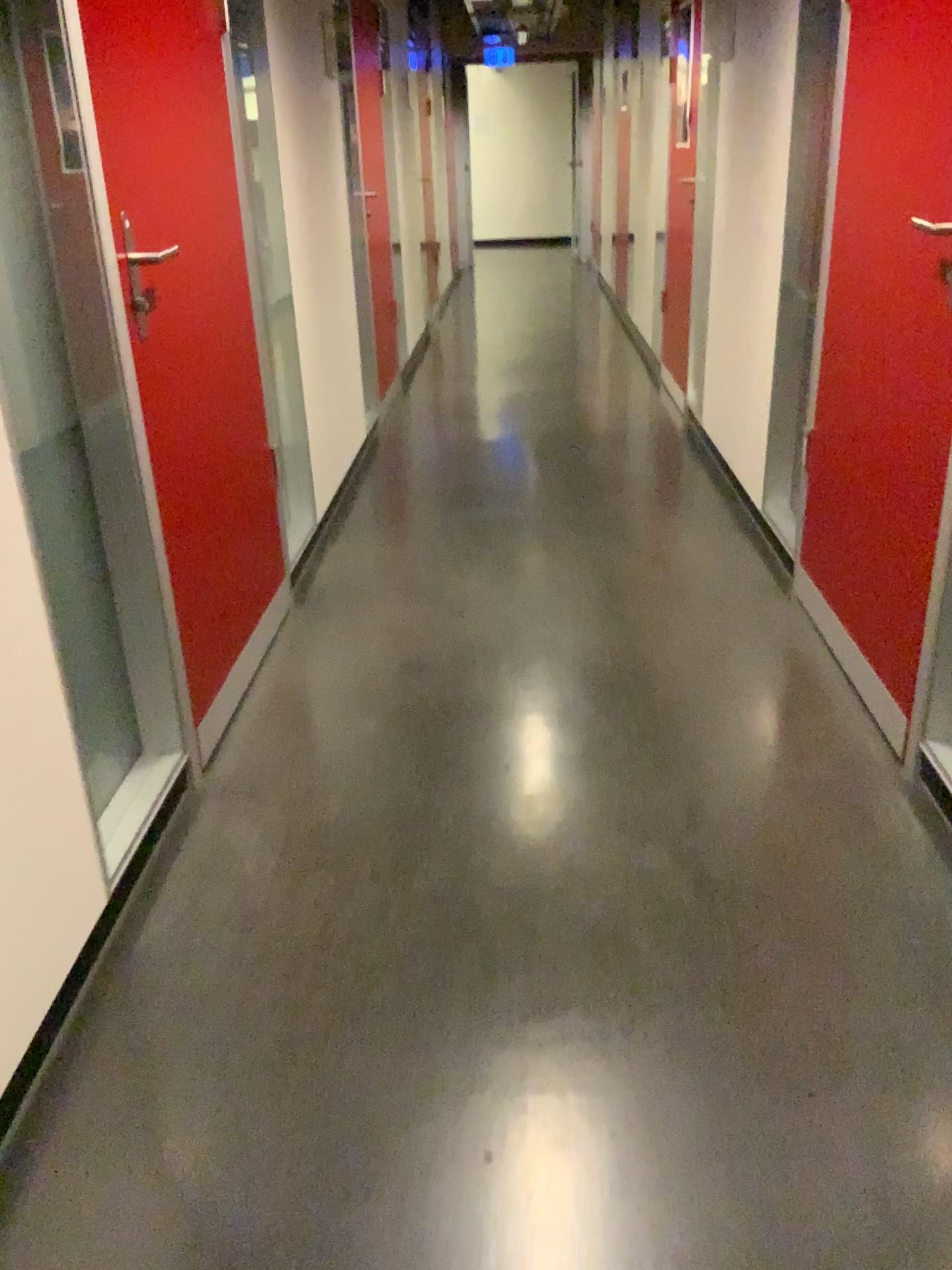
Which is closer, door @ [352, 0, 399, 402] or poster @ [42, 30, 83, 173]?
poster @ [42, 30, 83, 173]

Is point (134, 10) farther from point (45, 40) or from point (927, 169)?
point (927, 169)

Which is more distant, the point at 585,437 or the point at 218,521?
the point at 585,437

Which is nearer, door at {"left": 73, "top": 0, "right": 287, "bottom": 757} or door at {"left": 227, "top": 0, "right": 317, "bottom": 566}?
door at {"left": 73, "top": 0, "right": 287, "bottom": 757}

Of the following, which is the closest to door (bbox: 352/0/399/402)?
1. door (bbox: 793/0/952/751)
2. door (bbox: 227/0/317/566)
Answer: door (bbox: 227/0/317/566)

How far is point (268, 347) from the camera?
3.1 meters

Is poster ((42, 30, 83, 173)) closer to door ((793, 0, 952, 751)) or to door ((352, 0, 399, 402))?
door ((793, 0, 952, 751))

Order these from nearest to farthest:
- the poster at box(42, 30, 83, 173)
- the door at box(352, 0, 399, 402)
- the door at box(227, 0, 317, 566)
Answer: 1. the poster at box(42, 30, 83, 173)
2. the door at box(227, 0, 317, 566)
3. the door at box(352, 0, 399, 402)

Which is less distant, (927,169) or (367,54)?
(927,169)

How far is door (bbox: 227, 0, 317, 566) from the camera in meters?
3.1
